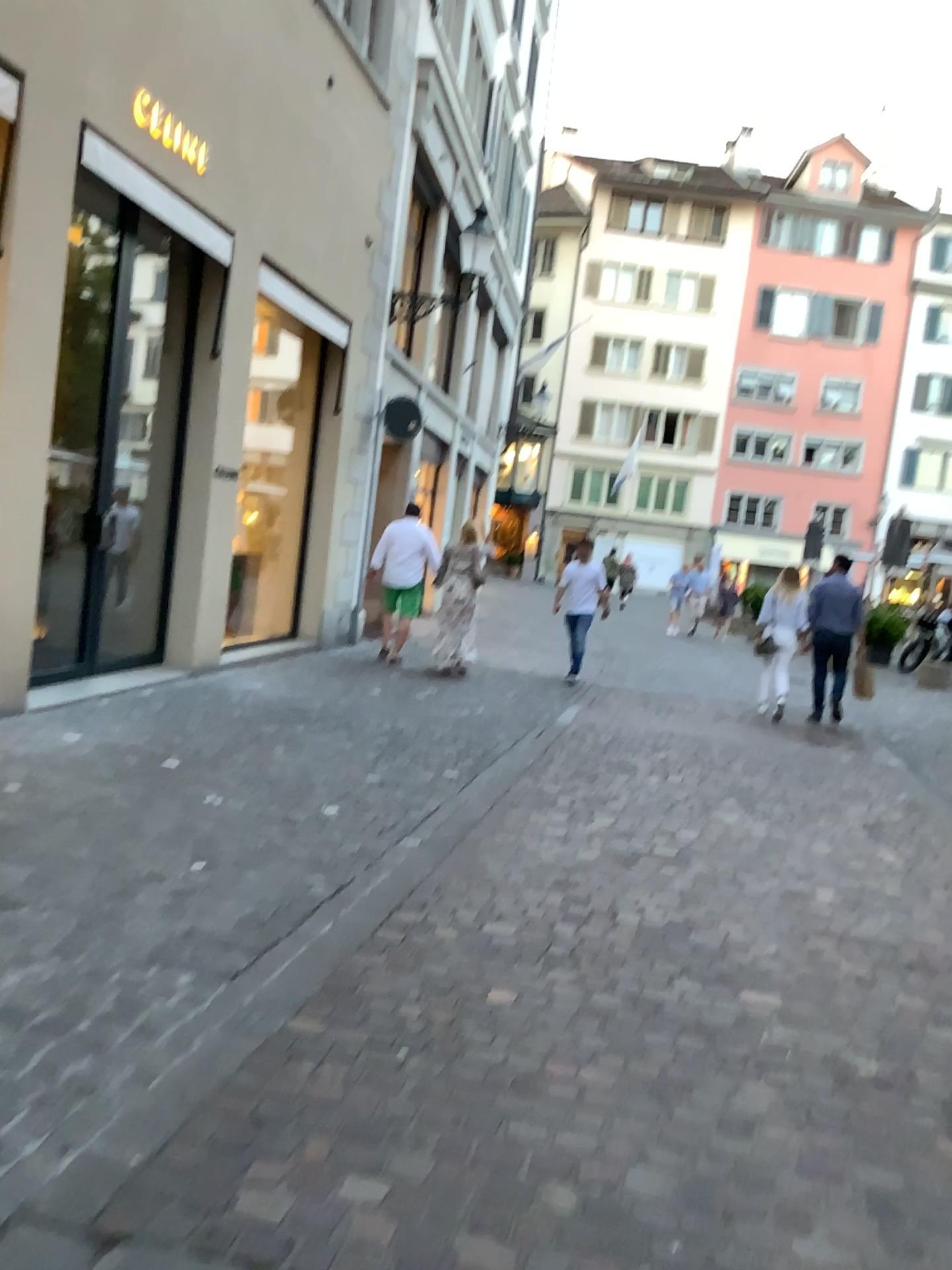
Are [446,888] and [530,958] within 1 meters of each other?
yes
